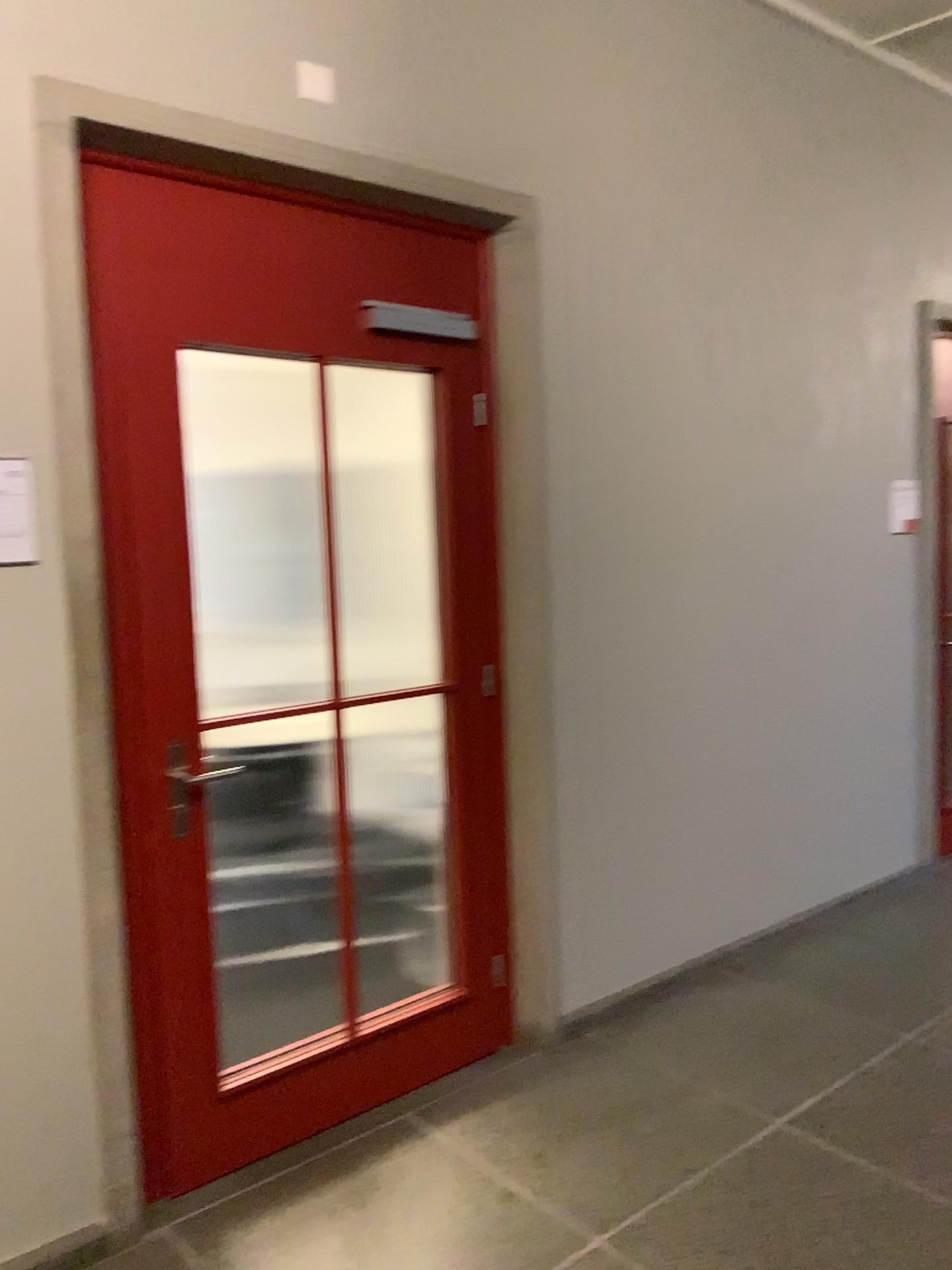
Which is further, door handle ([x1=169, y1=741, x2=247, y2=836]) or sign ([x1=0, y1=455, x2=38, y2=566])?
door handle ([x1=169, y1=741, x2=247, y2=836])

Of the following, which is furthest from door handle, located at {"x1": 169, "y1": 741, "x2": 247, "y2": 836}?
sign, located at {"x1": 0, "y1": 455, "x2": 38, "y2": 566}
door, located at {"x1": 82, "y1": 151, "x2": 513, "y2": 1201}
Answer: sign, located at {"x1": 0, "y1": 455, "x2": 38, "y2": 566}

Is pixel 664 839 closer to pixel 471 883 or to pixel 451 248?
pixel 471 883

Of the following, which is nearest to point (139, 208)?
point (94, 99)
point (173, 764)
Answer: point (94, 99)

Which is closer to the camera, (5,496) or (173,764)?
(5,496)

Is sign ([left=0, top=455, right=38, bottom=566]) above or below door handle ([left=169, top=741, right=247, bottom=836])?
above

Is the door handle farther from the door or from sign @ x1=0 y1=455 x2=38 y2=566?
sign @ x1=0 y1=455 x2=38 y2=566

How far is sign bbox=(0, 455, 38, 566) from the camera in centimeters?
212cm

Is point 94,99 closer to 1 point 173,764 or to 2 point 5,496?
2 point 5,496
